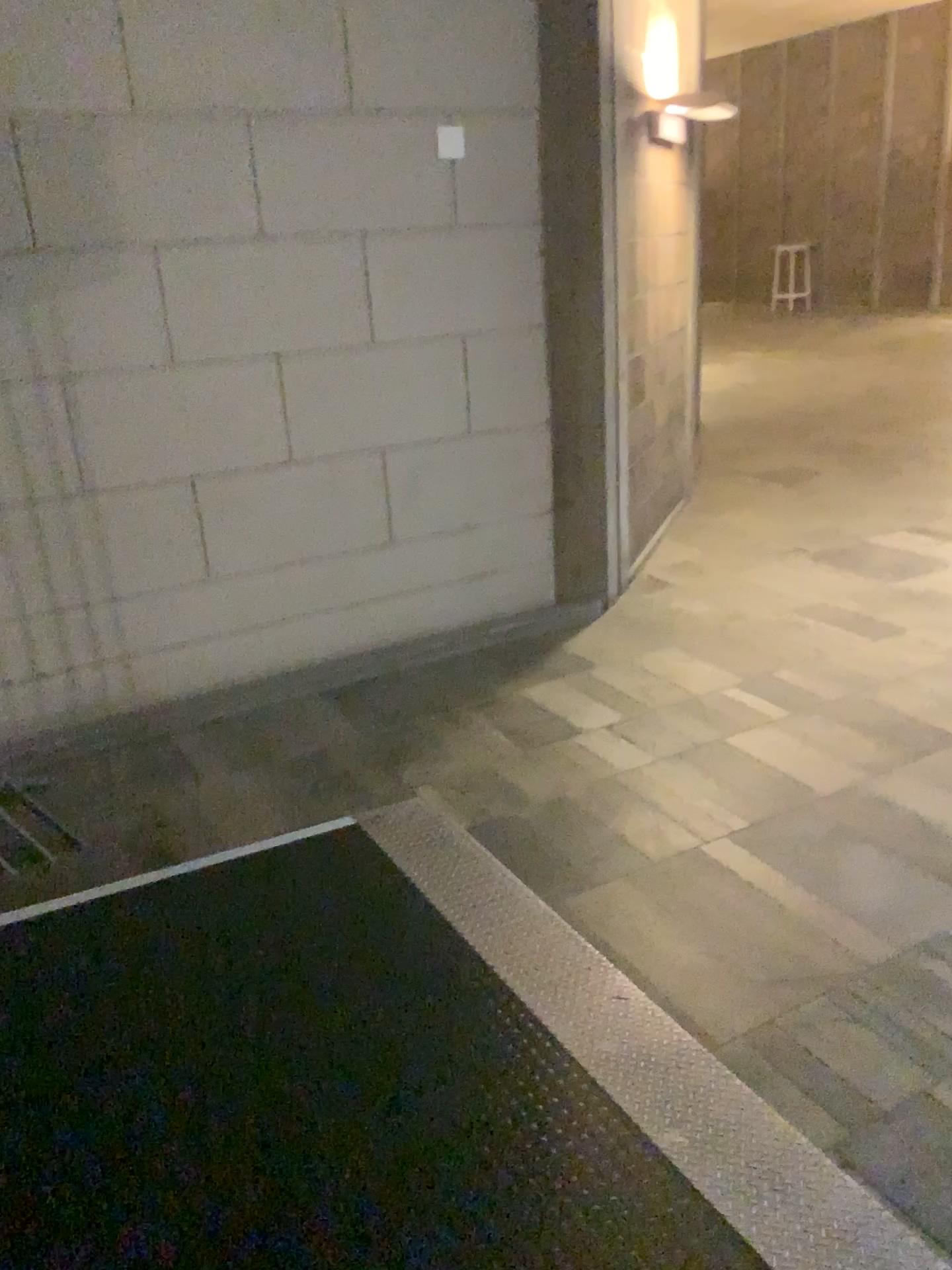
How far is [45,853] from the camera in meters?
3.0 m

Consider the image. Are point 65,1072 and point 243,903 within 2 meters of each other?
yes

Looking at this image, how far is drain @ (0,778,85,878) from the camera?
3.00m
